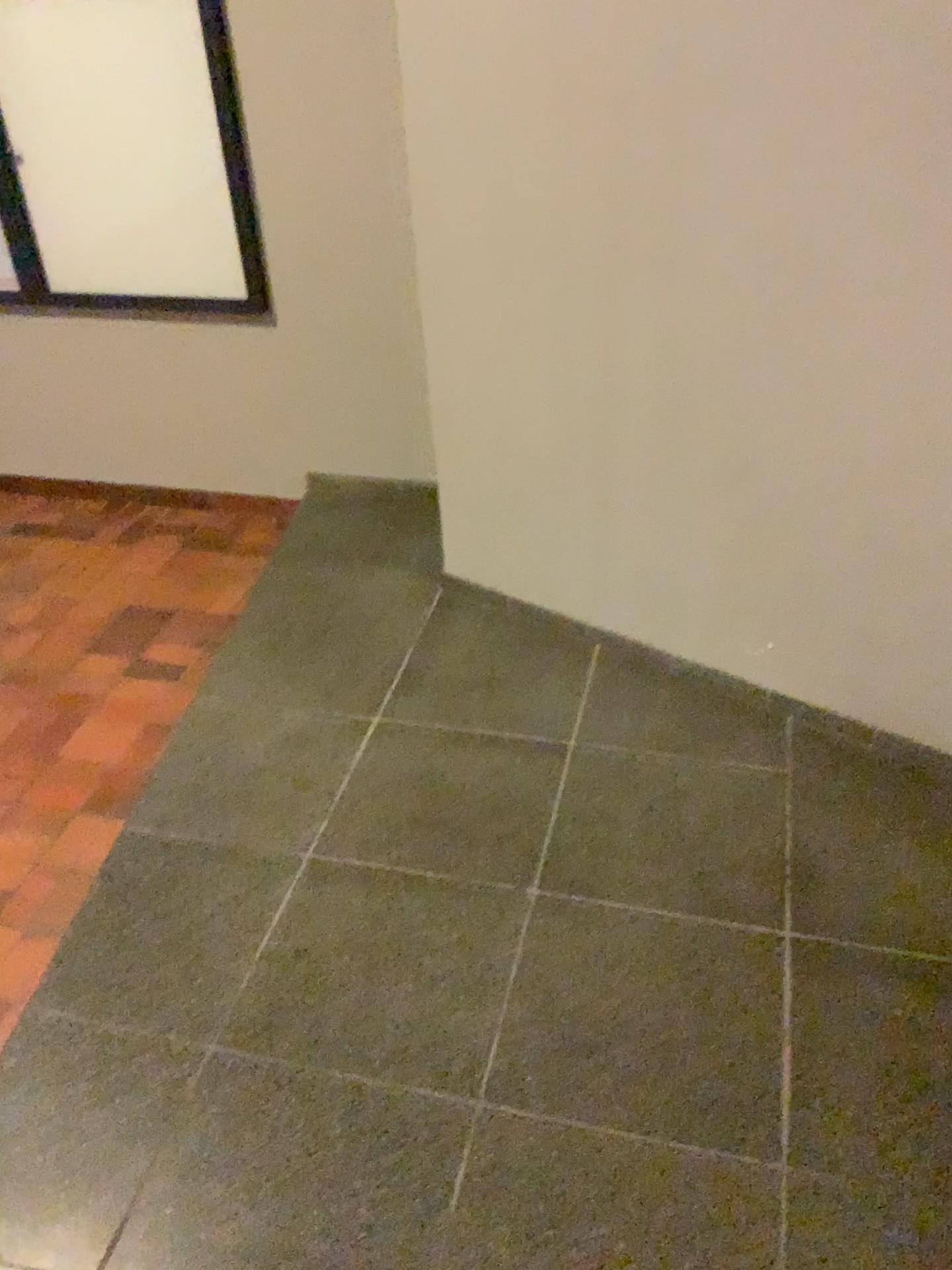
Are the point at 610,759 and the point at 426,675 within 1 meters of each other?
yes
